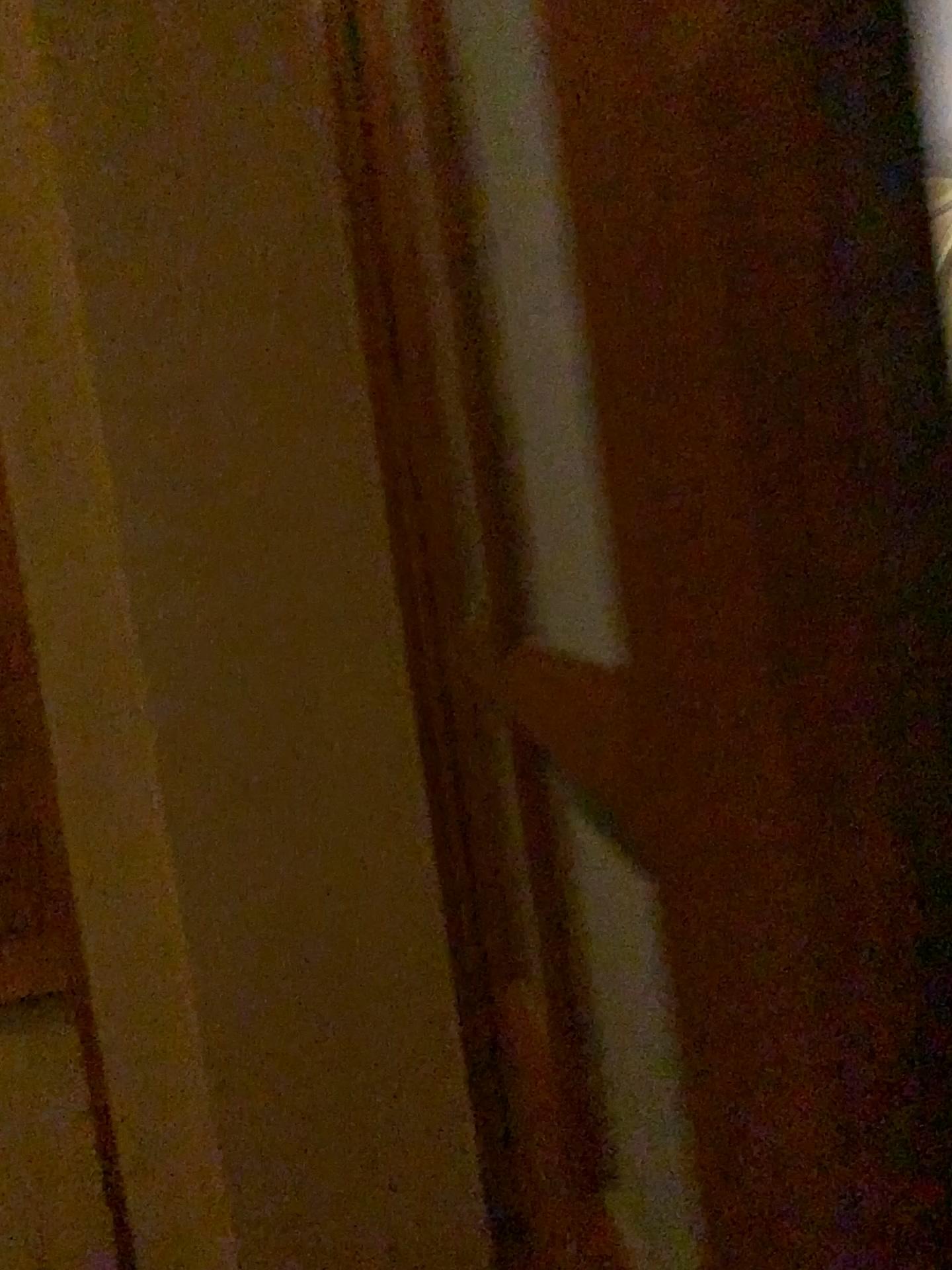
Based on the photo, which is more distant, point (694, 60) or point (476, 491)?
point (476, 491)
